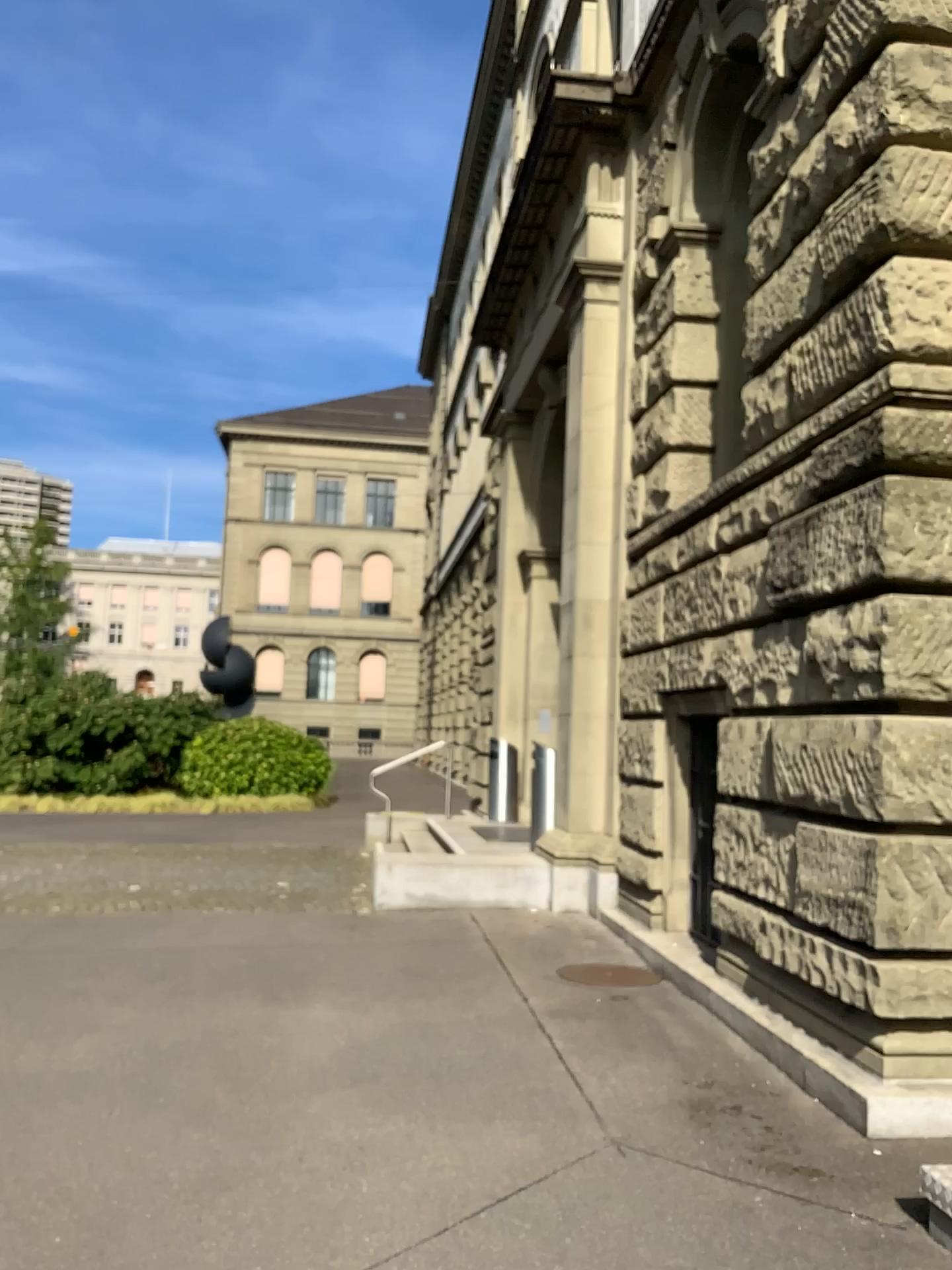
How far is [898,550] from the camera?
4.47m
